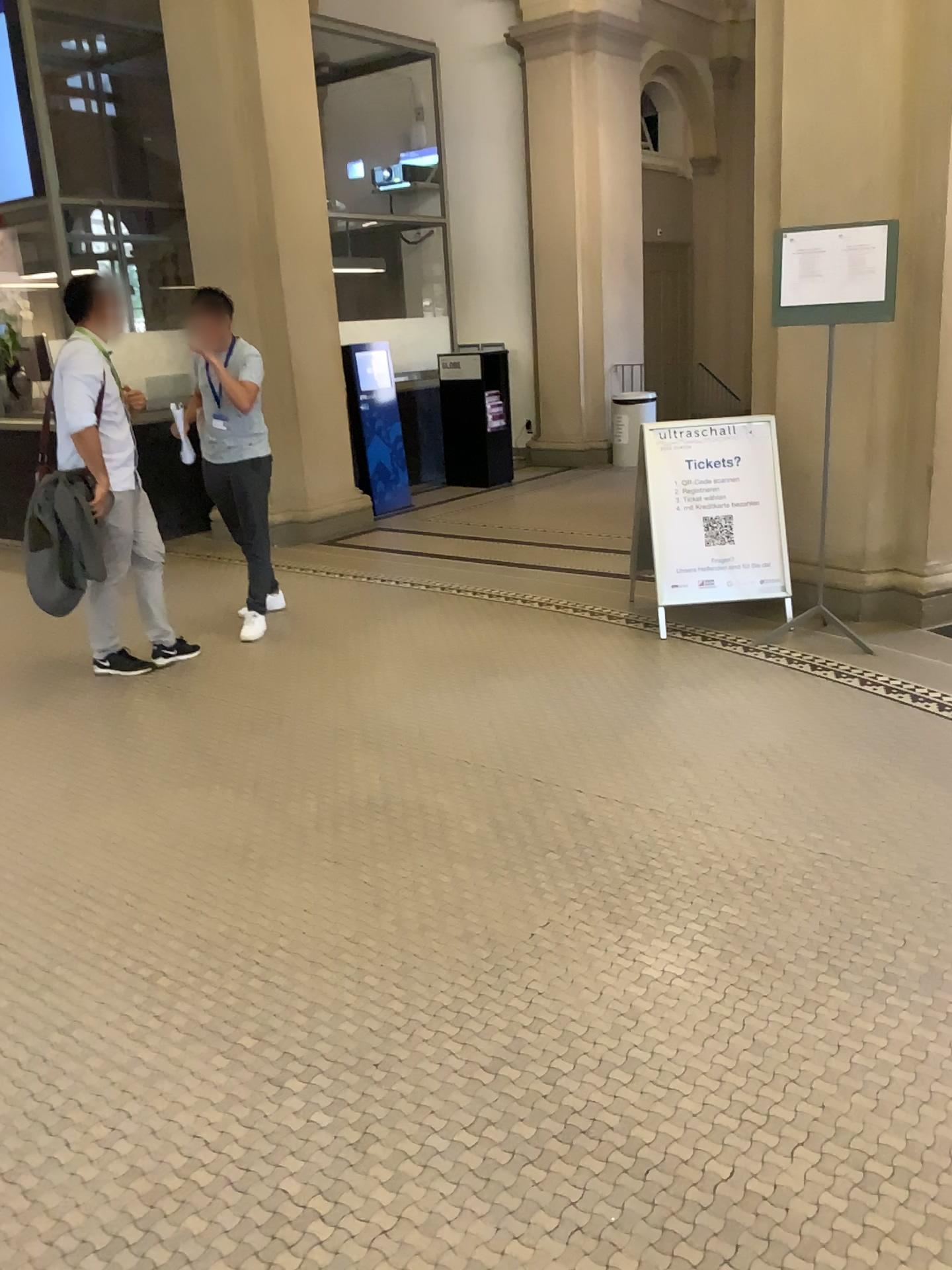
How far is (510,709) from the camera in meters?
4.3 m
